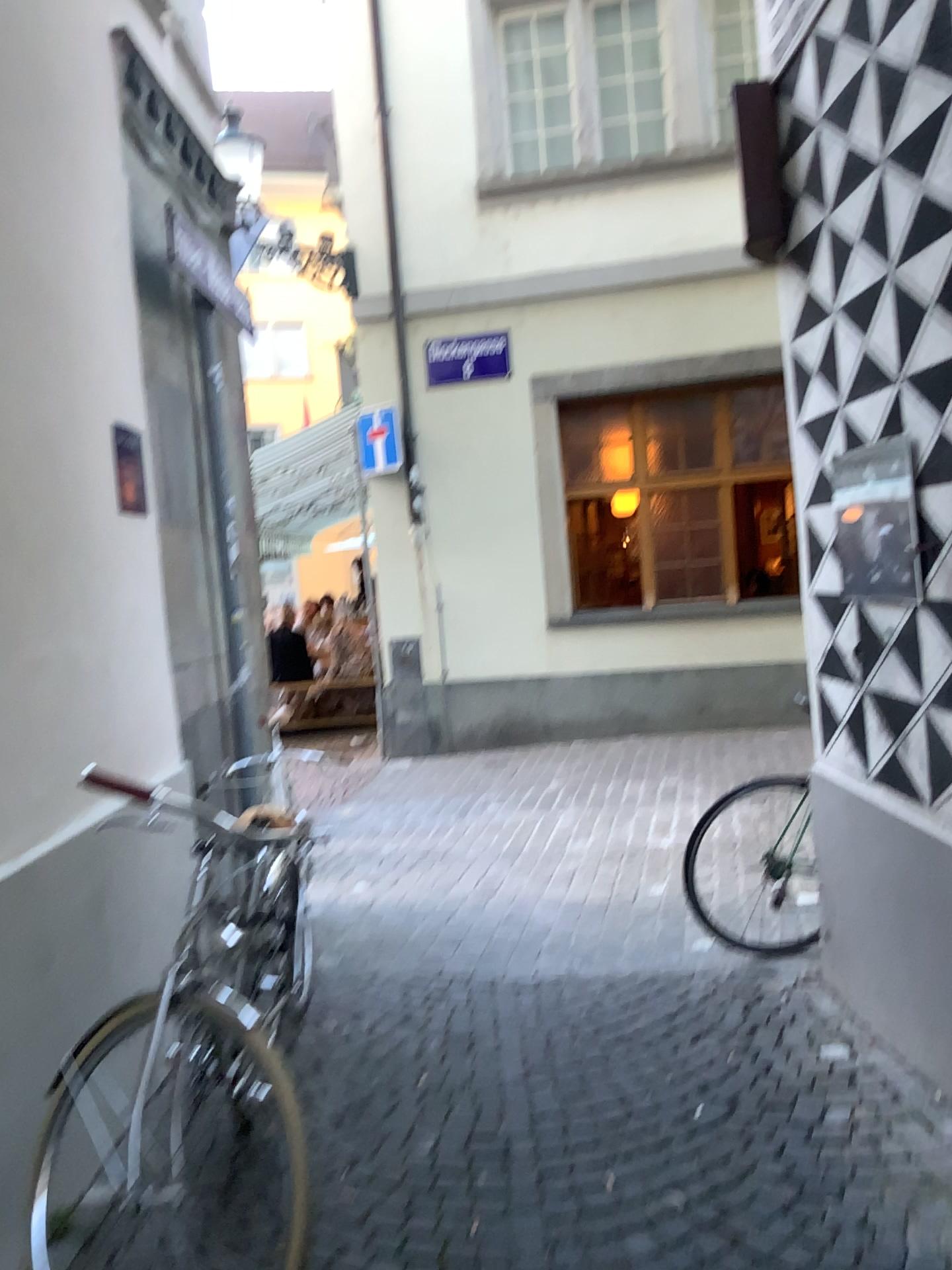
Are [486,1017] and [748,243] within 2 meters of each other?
no

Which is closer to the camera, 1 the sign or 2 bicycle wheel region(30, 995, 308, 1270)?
2 bicycle wheel region(30, 995, 308, 1270)

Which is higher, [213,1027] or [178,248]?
[178,248]

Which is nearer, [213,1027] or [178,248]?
[213,1027]

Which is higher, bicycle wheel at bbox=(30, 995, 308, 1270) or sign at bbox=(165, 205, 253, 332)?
sign at bbox=(165, 205, 253, 332)
